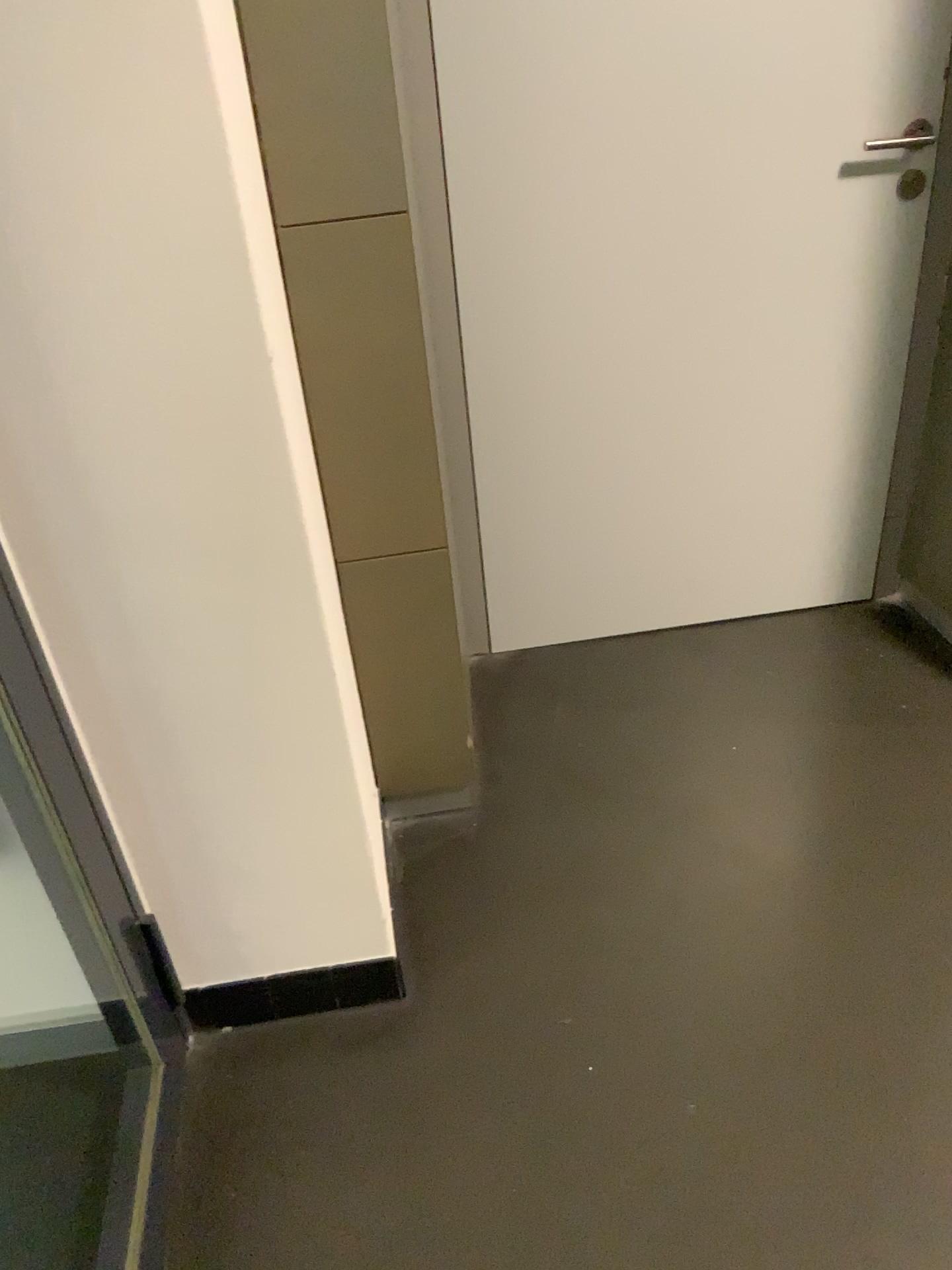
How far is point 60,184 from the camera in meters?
1.0 m

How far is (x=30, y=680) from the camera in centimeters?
122cm

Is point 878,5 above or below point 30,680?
above

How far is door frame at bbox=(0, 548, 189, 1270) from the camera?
1.2m

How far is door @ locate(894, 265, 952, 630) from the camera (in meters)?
2.05

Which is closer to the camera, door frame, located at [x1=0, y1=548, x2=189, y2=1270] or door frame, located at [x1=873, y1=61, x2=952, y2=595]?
door frame, located at [x1=0, y1=548, x2=189, y2=1270]

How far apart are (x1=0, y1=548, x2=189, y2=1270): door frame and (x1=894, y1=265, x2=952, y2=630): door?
1.6 meters

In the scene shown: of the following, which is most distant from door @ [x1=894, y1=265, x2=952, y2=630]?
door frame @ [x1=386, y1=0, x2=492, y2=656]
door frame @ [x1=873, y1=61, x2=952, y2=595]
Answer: door frame @ [x1=386, y1=0, x2=492, y2=656]

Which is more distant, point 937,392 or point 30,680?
point 937,392

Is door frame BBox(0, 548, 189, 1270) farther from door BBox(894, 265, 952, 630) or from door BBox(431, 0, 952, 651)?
door BBox(894, 265, 952, 630)
